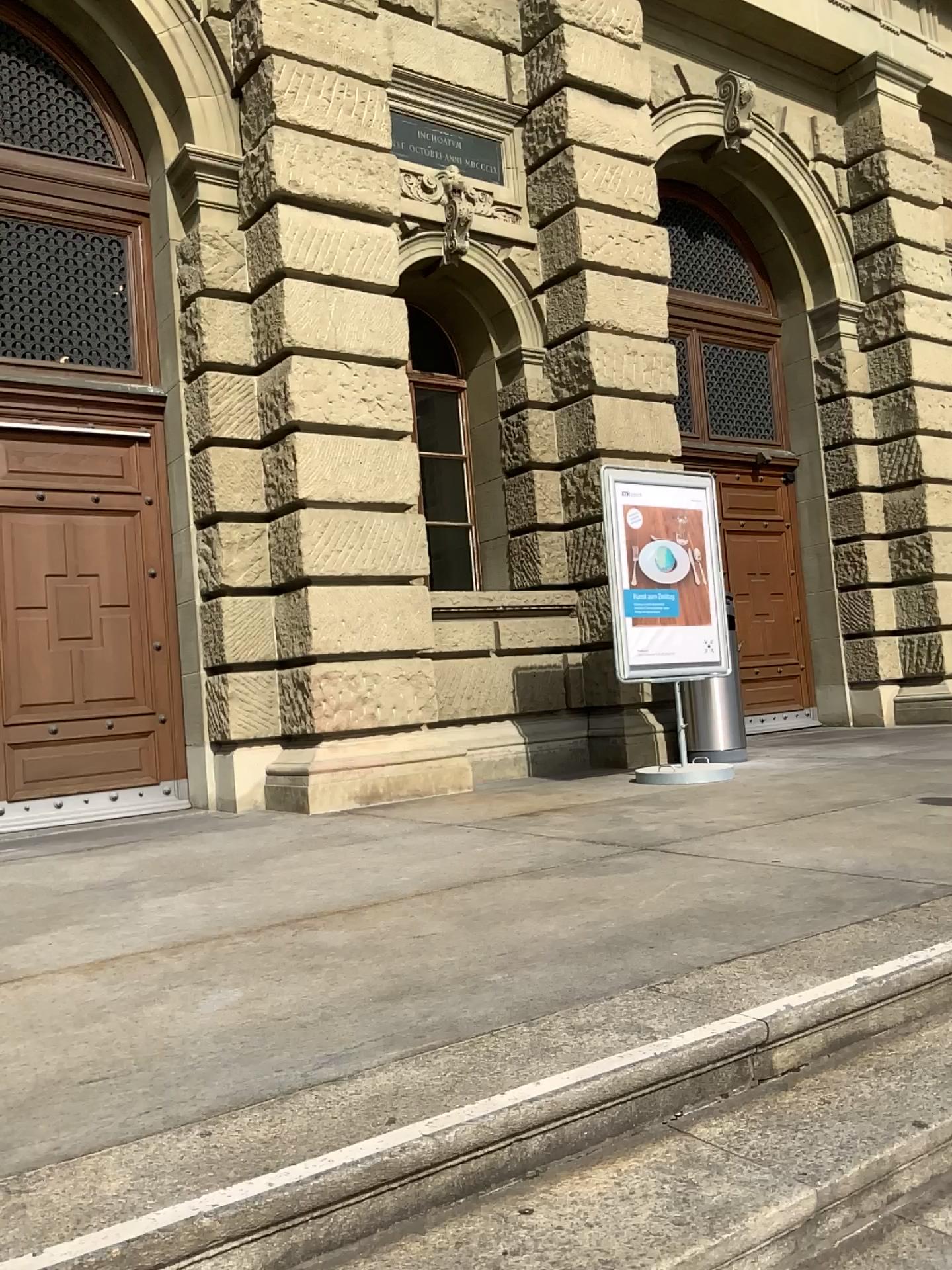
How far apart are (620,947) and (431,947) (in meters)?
0.50
